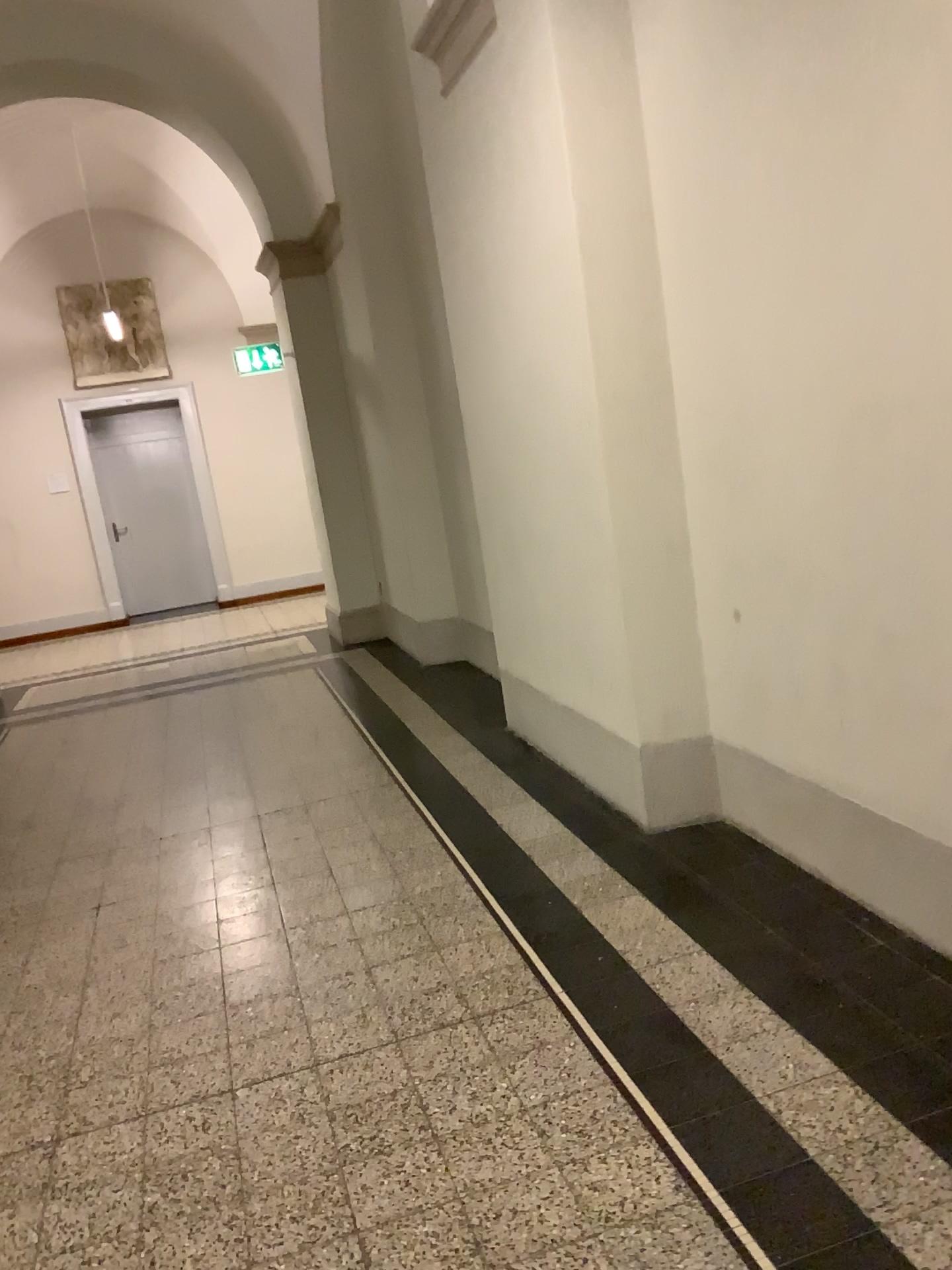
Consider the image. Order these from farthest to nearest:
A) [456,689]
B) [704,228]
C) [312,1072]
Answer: [456,689] < [704,228] < [312,1072]
